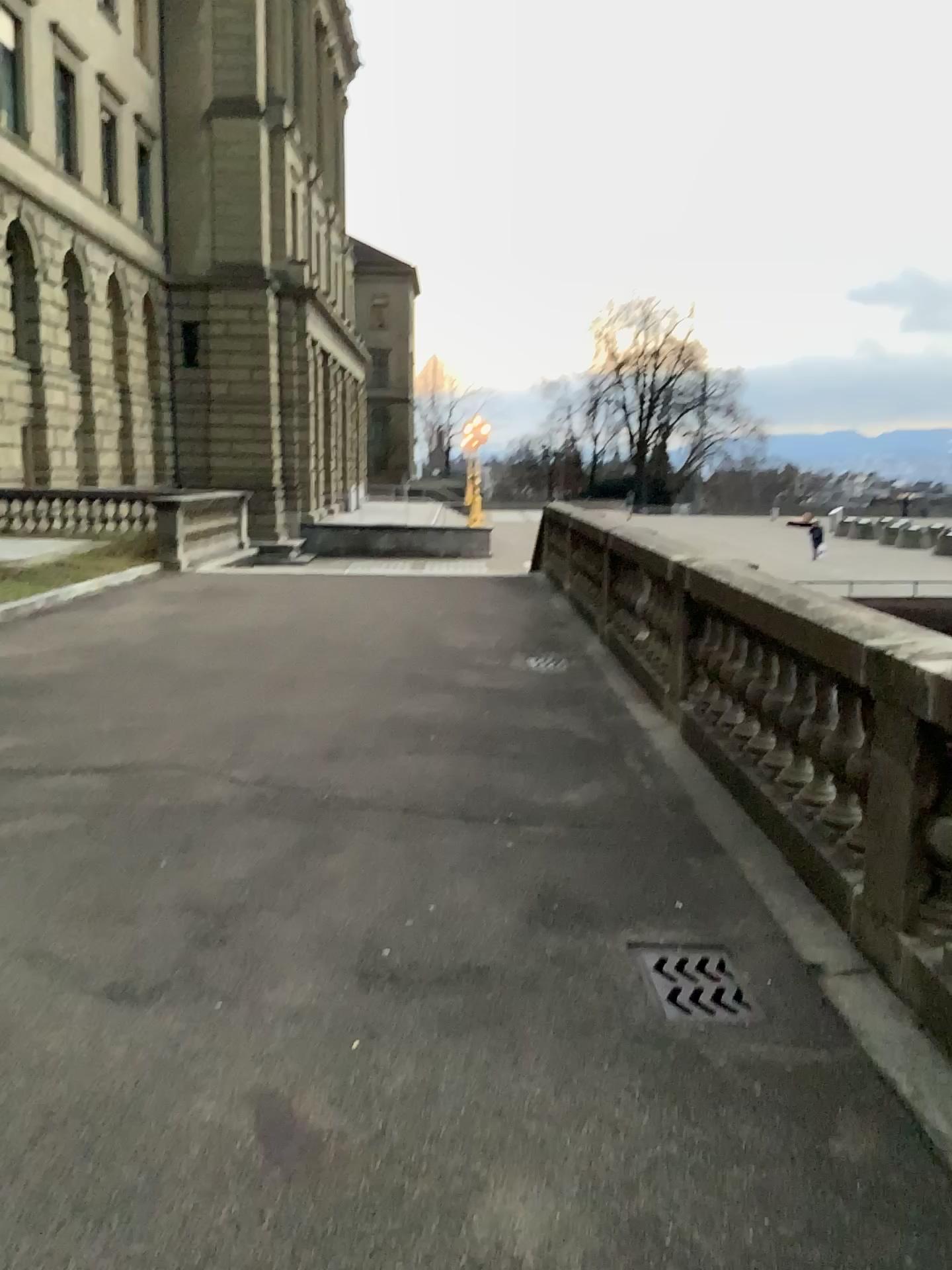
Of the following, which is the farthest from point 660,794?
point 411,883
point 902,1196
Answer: point 902,1196

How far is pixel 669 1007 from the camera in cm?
322

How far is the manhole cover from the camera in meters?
3.2
